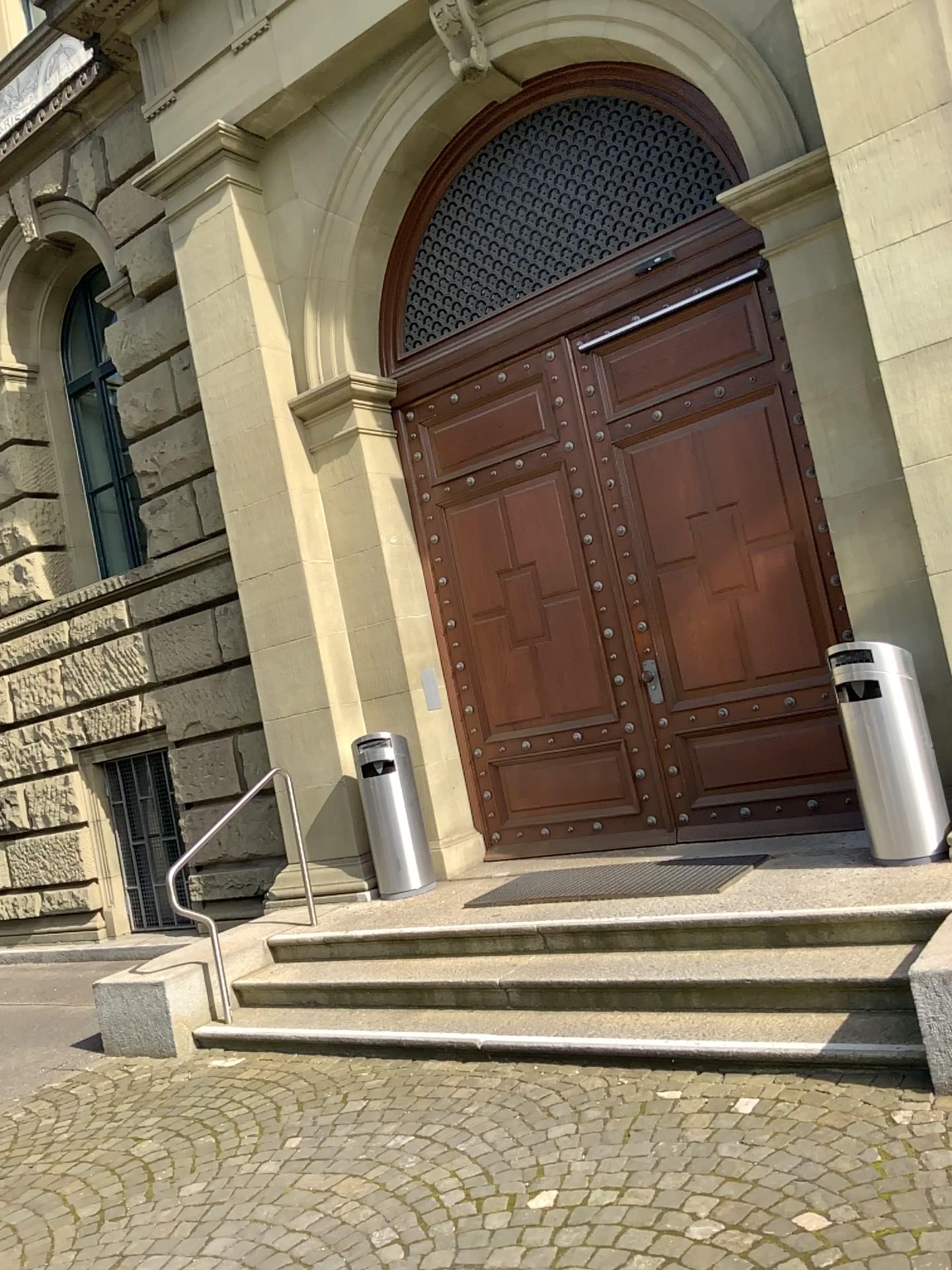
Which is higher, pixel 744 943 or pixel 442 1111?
pixel 744 943
